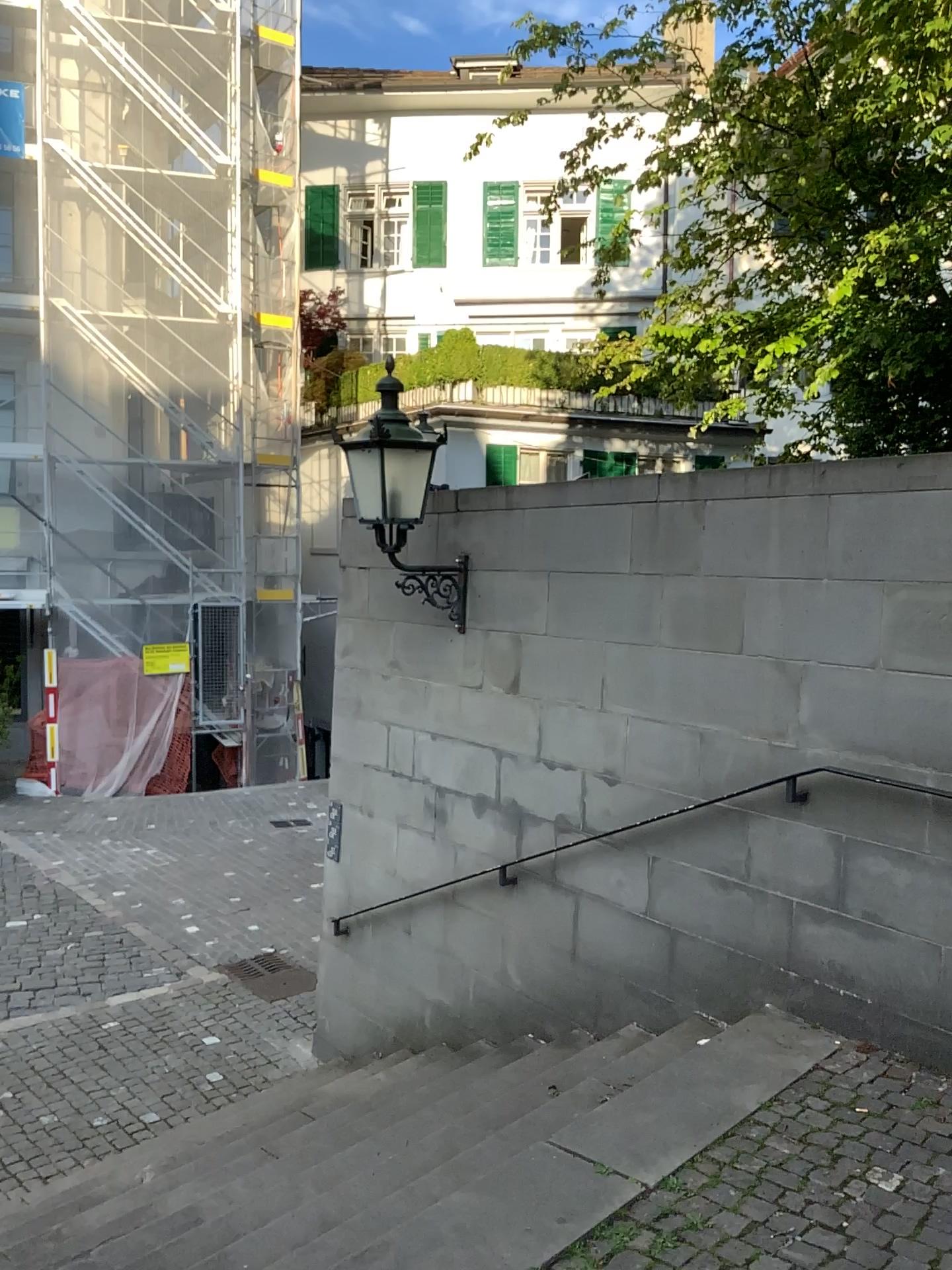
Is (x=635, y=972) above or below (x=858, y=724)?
below
